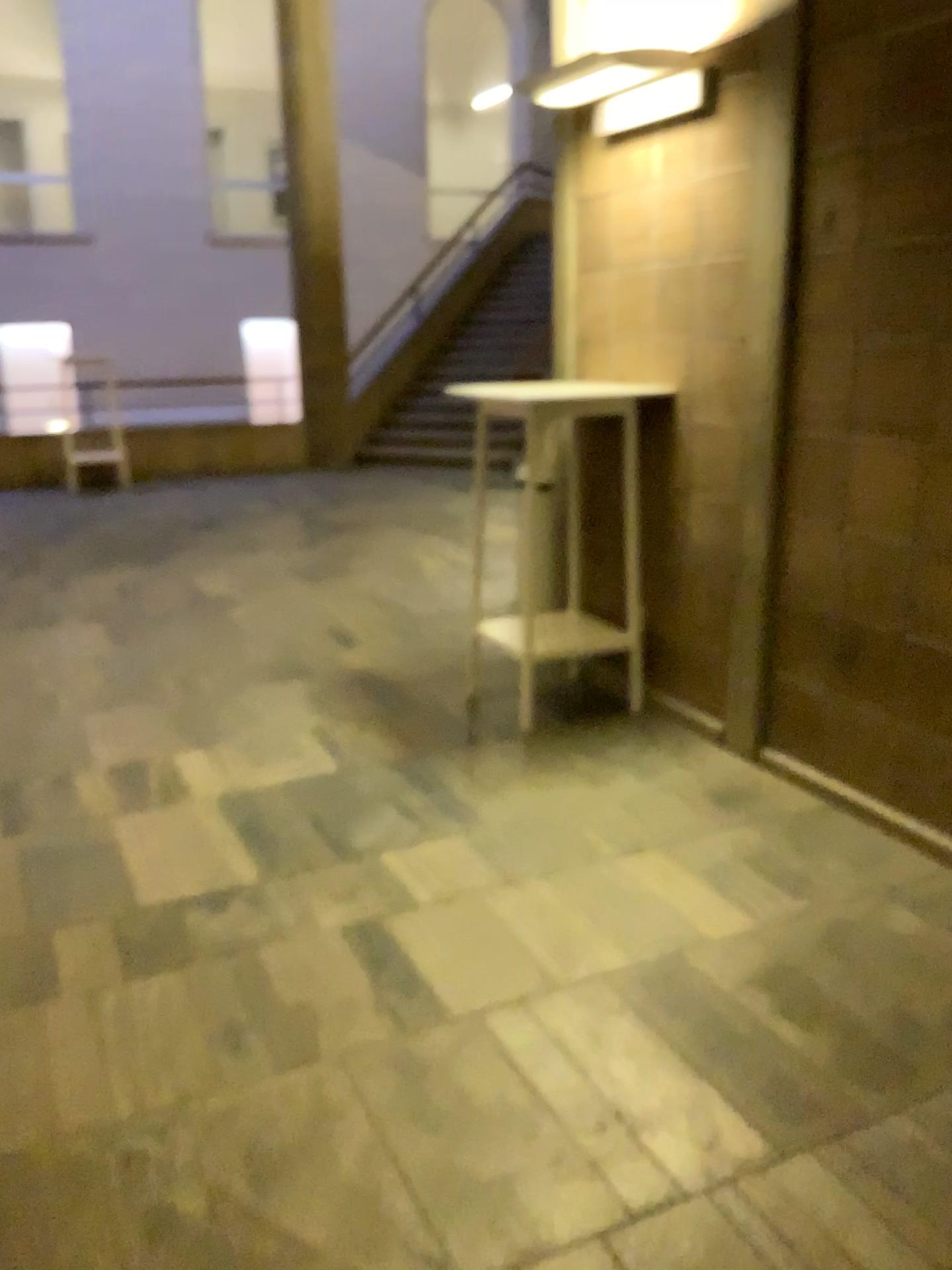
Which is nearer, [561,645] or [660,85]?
[660,85]

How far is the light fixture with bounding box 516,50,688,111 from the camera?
3.2m

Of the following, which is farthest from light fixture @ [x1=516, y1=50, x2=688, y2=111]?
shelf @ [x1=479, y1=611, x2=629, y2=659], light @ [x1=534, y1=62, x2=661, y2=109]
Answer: shelf @ [x1=479, y1=611, x2=629, y2=659]

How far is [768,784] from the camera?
3.36m

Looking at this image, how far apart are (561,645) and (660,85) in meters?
1.8

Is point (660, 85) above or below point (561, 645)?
above

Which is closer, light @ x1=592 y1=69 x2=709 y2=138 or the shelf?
light @ x1=592 y1=69 x2=709 y2=138

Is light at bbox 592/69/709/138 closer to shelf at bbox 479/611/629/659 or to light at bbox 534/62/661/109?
light at bbox 534/62/661/109

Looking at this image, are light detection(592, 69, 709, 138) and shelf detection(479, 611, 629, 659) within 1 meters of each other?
no

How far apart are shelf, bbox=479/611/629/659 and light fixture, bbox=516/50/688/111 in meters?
1.8
